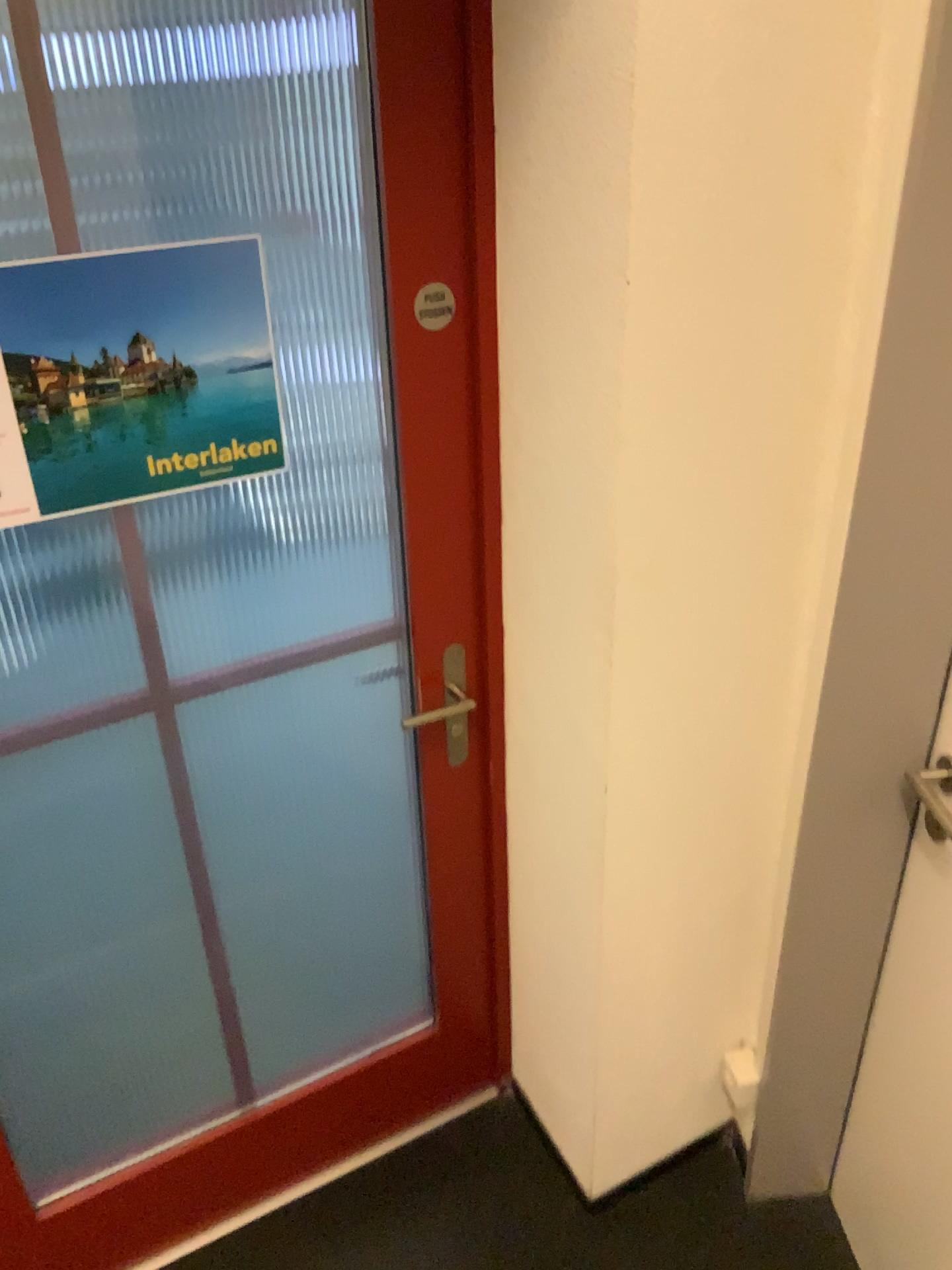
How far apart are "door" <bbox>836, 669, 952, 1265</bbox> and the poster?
0.96m

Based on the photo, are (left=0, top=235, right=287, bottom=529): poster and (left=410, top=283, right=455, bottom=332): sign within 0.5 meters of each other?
yes

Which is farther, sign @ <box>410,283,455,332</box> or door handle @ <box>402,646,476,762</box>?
door handle @ <box>402,646,476,762</box>

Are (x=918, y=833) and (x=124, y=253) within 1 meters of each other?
no

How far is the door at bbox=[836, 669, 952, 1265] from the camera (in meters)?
1.52

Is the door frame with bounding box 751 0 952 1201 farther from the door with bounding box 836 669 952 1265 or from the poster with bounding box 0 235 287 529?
the poster with bounding box 0 235 287 529

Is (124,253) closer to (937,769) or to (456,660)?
(456,660)

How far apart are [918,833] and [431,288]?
1.0m

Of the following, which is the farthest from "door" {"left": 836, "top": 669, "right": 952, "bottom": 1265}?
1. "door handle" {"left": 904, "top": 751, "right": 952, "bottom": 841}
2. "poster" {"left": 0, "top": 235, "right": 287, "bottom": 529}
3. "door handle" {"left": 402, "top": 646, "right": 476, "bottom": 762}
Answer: "poster" {"left": 0, "top": 235, "right": 287, "bottom": 529}

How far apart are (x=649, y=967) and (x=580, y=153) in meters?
1.2 m
